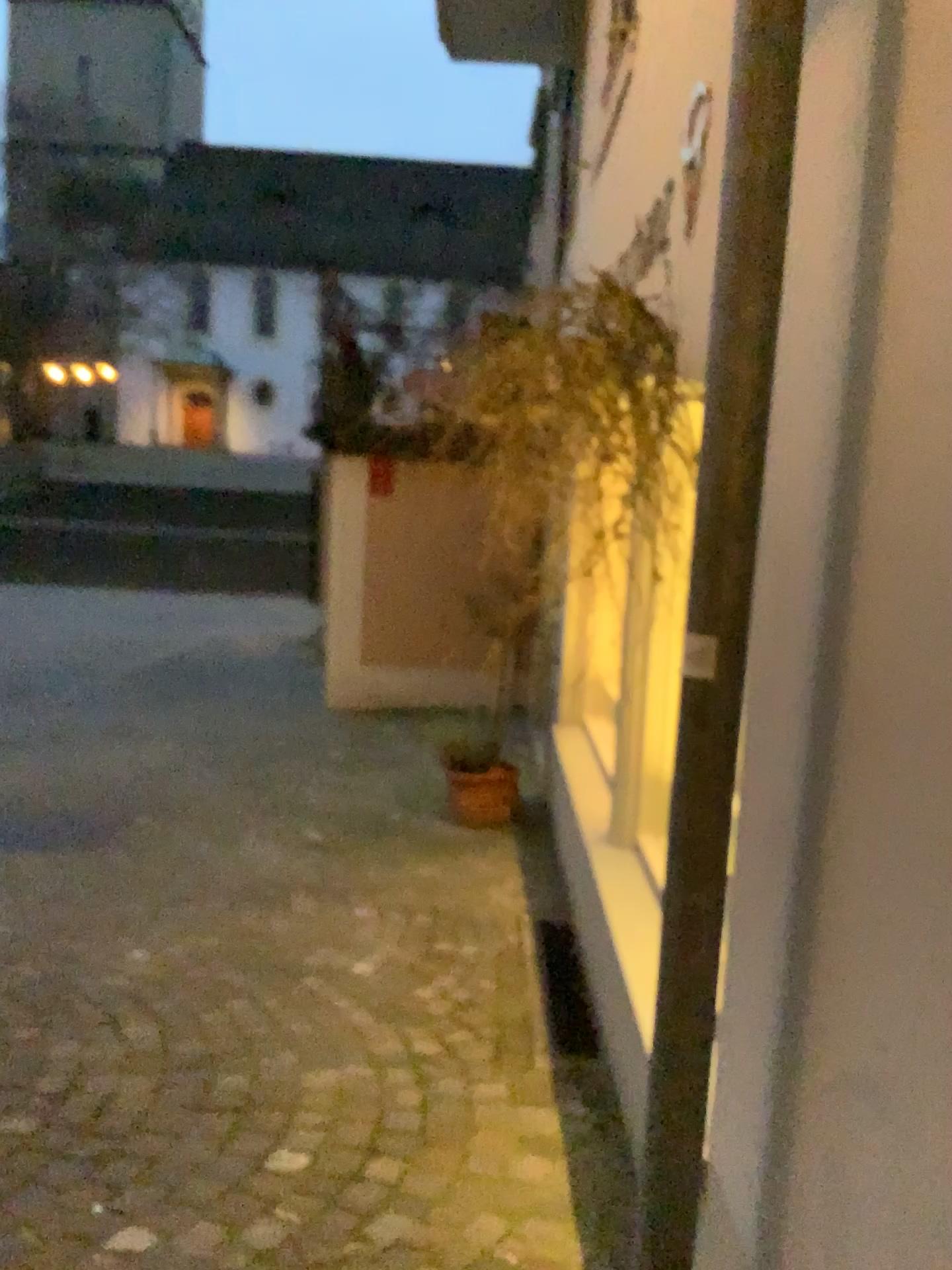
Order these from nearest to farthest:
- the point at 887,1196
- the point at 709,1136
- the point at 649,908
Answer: the point at 887,1196
the point at 709,1136
the point at 649,908
